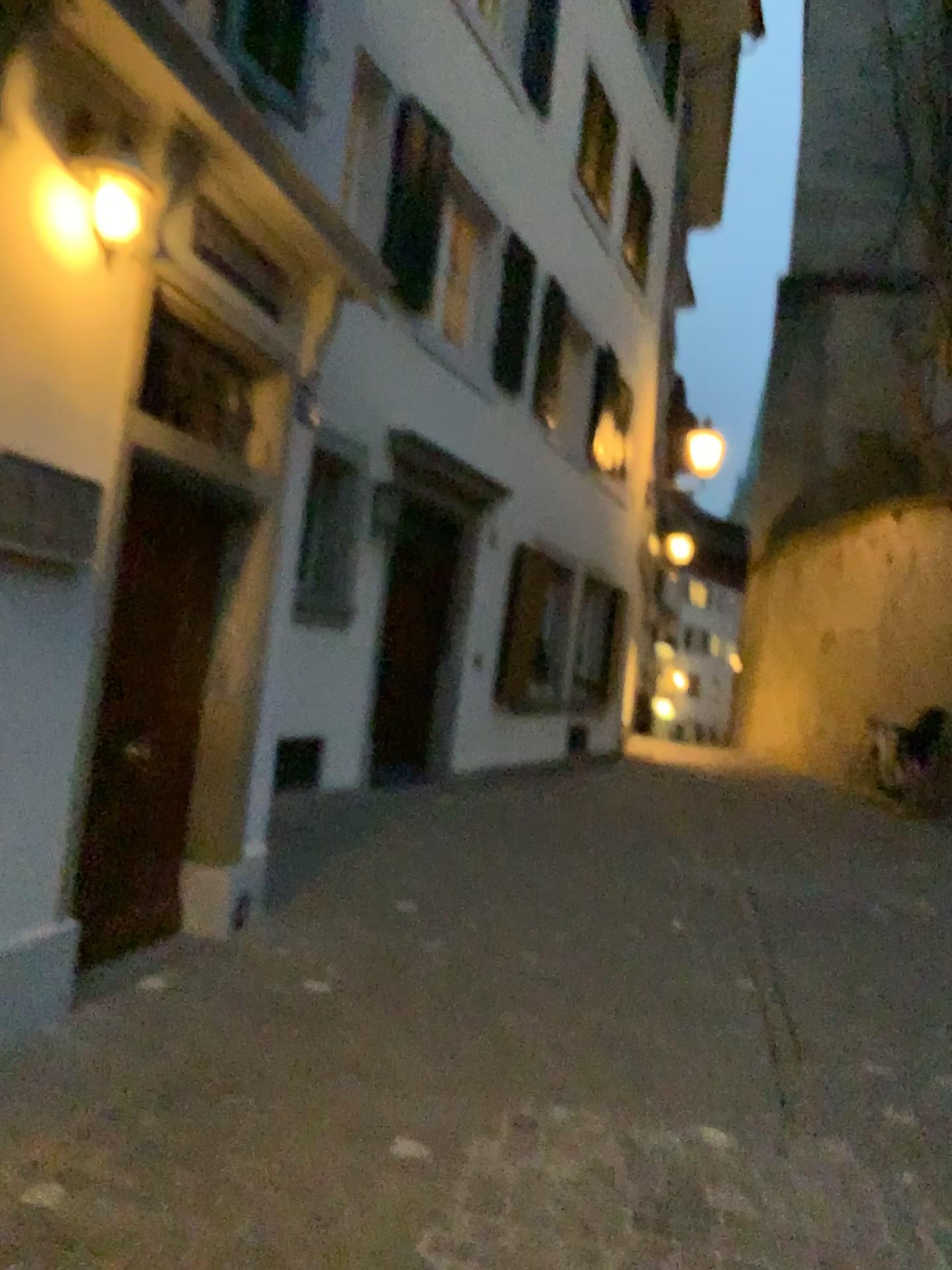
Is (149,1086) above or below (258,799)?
below
